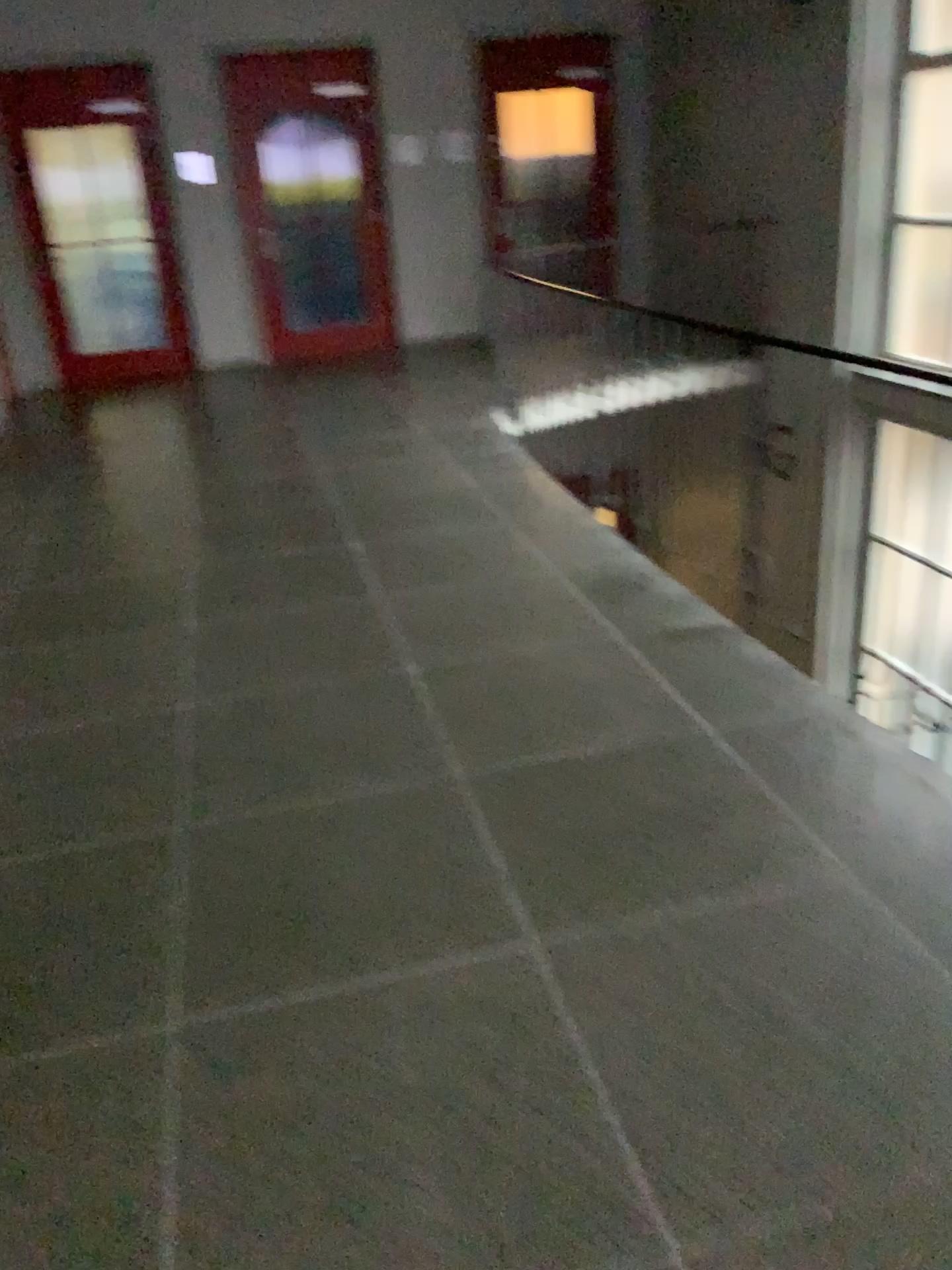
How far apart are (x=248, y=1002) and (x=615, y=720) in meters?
1.3 m
